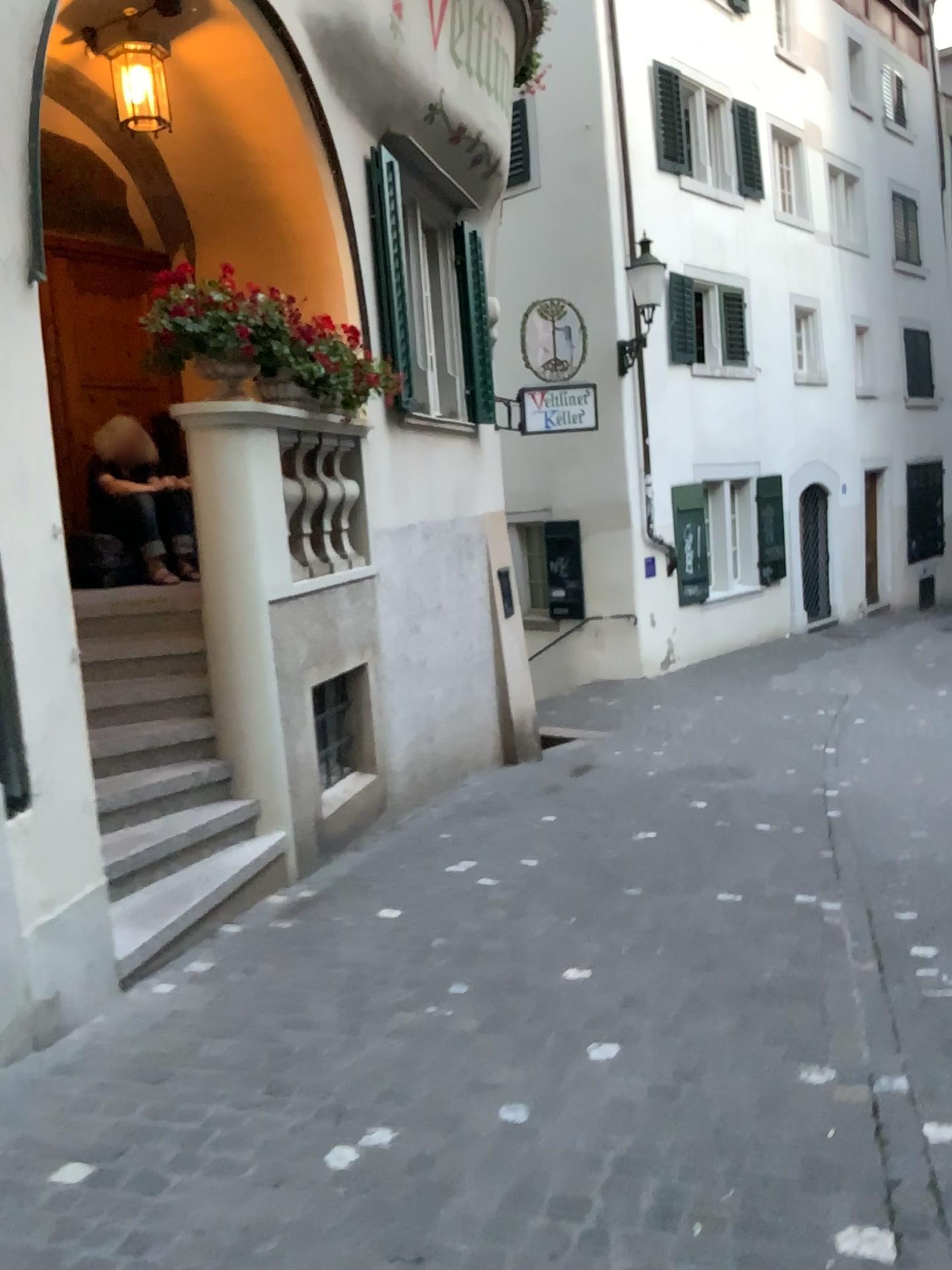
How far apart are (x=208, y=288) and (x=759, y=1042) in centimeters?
379cm
